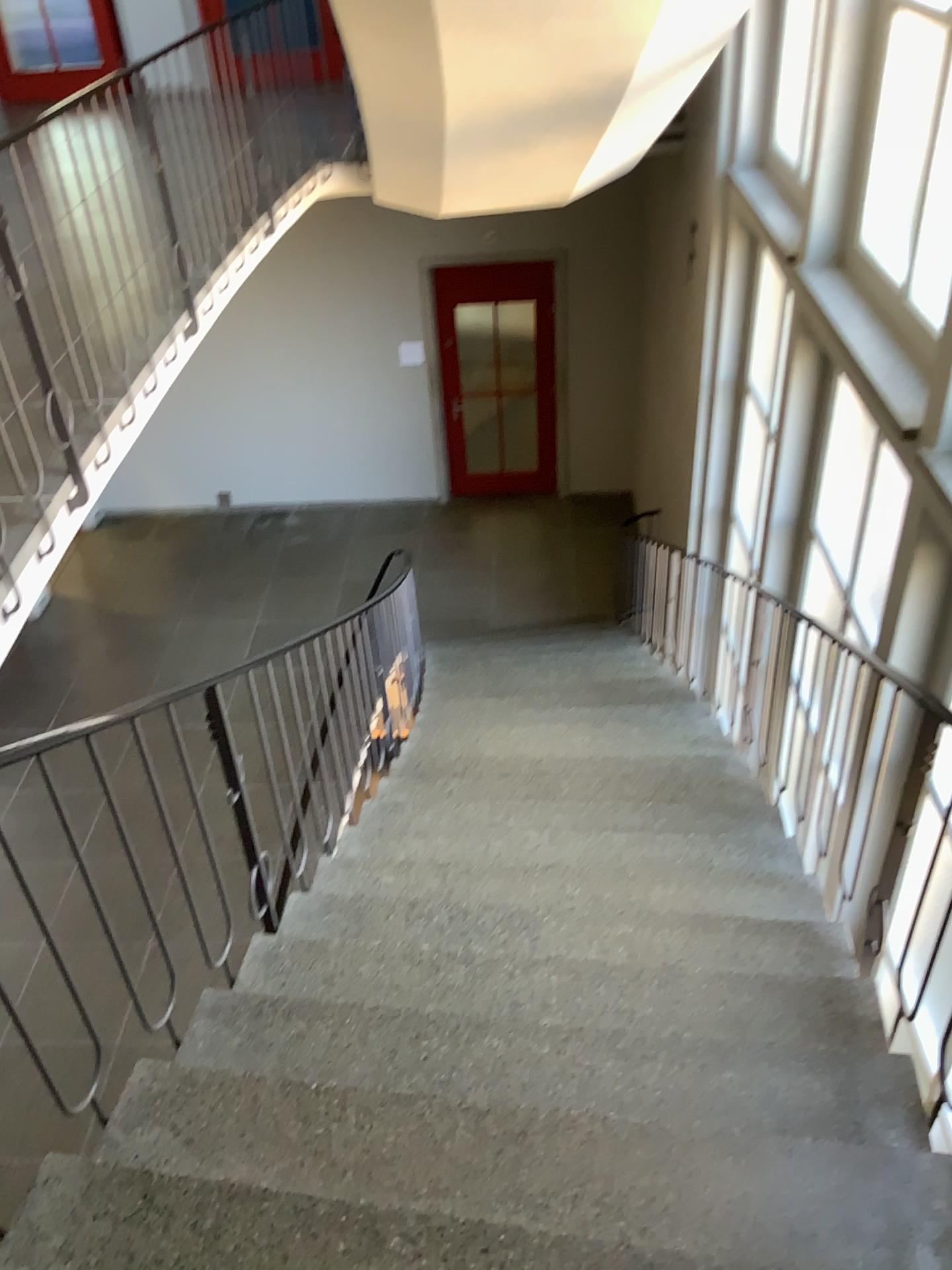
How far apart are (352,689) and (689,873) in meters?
1.4
